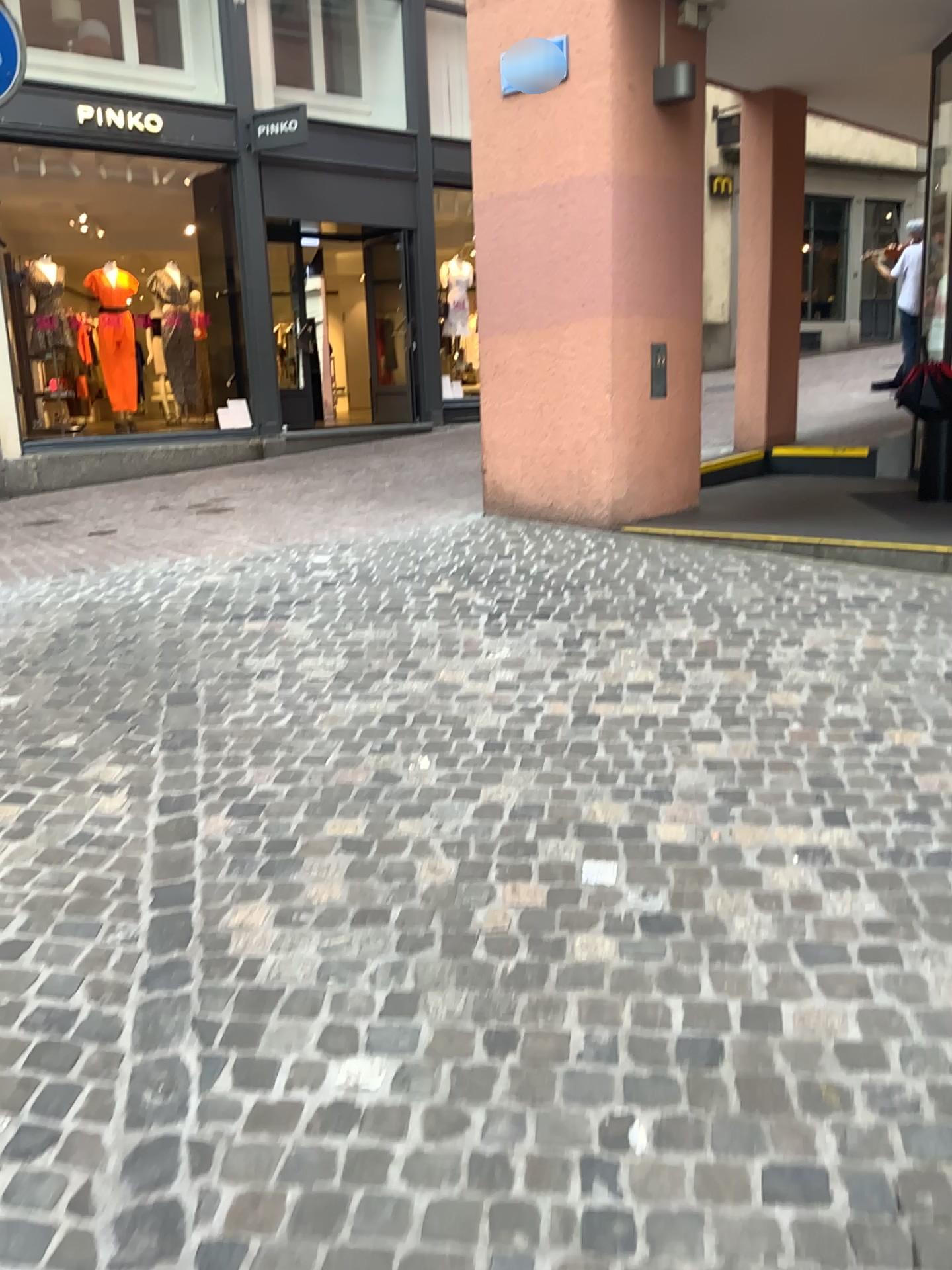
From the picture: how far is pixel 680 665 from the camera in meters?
3.8
